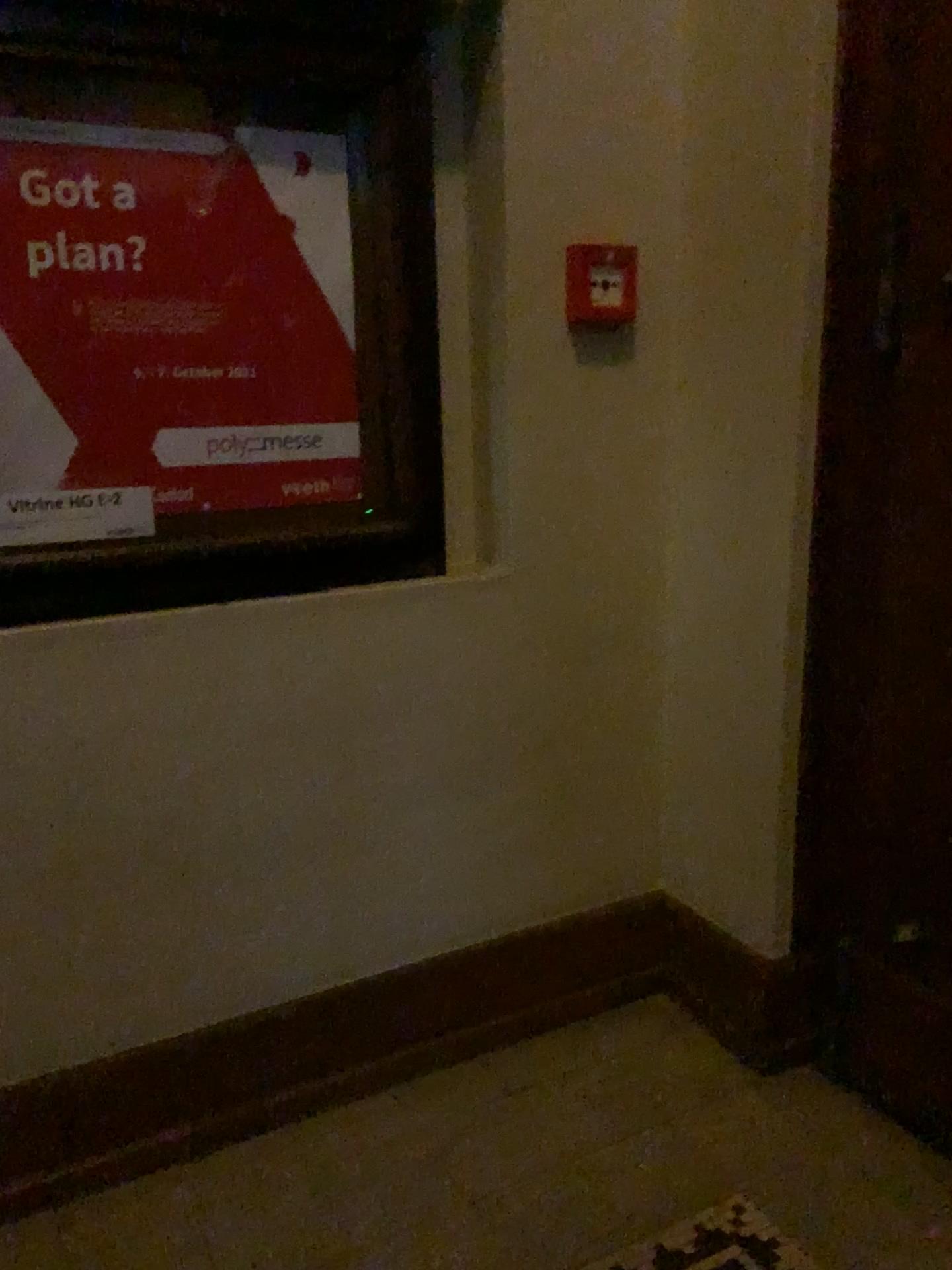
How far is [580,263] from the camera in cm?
192

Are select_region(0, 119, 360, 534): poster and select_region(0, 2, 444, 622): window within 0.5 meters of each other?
yes

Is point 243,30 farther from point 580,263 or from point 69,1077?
point 69,1077

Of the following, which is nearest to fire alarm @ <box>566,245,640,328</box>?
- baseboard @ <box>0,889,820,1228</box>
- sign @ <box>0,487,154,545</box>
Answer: sign @ <box>0,487,154,545</box>

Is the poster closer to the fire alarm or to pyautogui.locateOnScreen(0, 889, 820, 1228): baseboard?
the fire alarm

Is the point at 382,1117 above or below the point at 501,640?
below

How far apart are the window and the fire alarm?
0.3m

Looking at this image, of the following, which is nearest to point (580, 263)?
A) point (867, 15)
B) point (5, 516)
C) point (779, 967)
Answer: point (867, 15)

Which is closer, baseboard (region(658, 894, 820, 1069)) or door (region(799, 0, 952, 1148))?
door (region(799, 0, 952, 1148))

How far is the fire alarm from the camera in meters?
1.9 m
